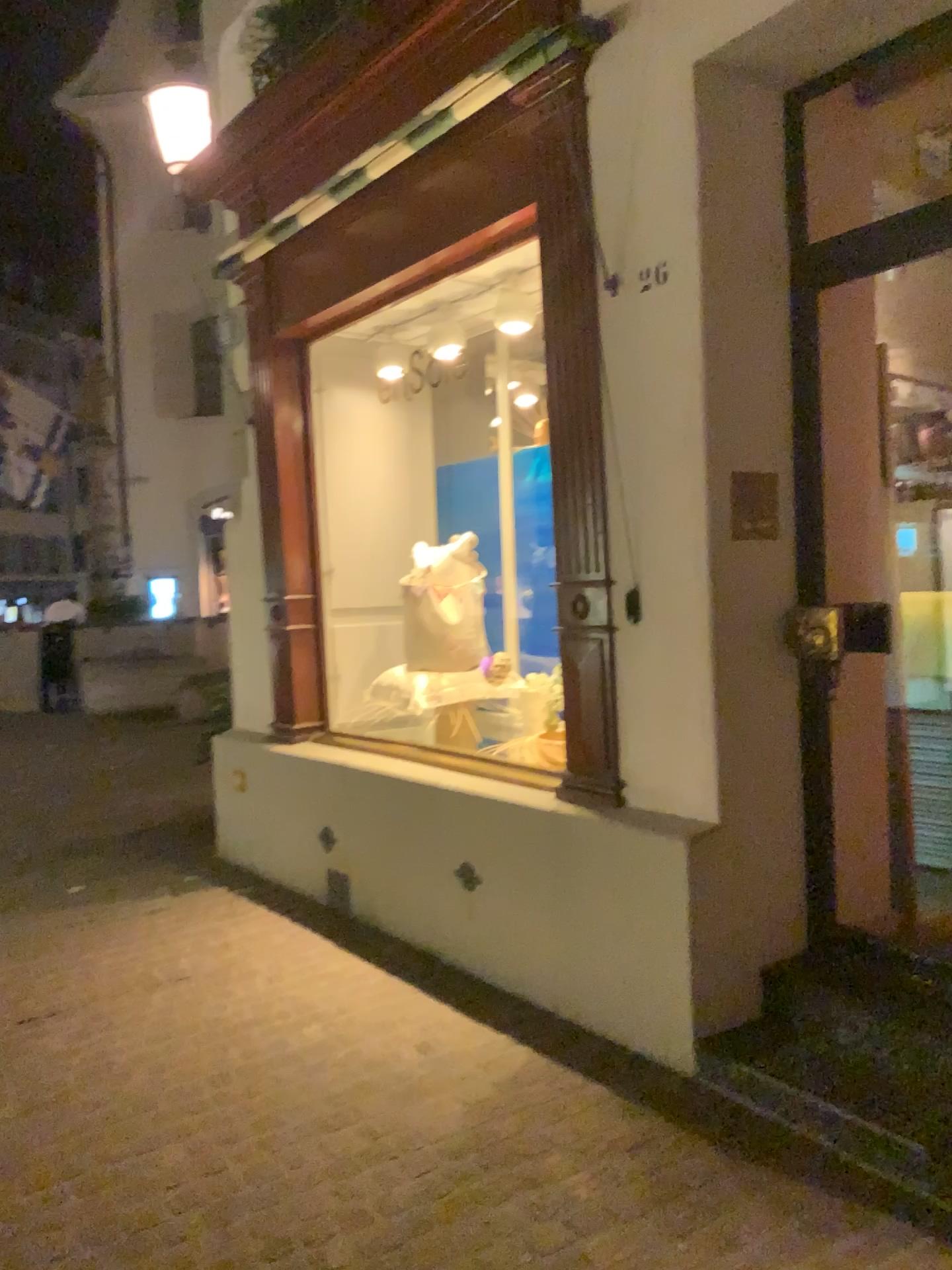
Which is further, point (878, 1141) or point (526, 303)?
point (526, 303)

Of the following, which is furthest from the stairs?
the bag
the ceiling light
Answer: the ceiling light

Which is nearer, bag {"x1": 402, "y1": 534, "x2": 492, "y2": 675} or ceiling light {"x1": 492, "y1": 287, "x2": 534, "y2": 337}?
ceiling light {"x1": 492, "y1": 287, "x2": 534, "y2": 337}

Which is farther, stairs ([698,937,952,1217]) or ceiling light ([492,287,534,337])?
ceiling light ([492,287,534,337])

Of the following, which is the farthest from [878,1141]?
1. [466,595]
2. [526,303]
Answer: [526,303]

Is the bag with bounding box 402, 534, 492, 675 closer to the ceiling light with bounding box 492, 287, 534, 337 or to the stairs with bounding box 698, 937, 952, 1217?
the ceiling light with bounding box 492, 287, 534, 337

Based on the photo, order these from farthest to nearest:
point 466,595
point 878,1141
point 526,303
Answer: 1. point 466,595
2. point 526,303
3. point 878,1141

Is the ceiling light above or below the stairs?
above

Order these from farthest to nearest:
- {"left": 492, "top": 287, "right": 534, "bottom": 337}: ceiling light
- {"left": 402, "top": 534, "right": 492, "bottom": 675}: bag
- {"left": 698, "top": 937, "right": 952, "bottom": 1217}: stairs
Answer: {"left": 402, "top": 534, "right": 492, "bottom": 675}: bag
{"left": 492, "top": 287, "right": 534, "bottom": 337}: ceiling light
{"left": 698, "top": 937, "right": 952, "bottom": 1217}: stairs

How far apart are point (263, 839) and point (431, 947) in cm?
156
